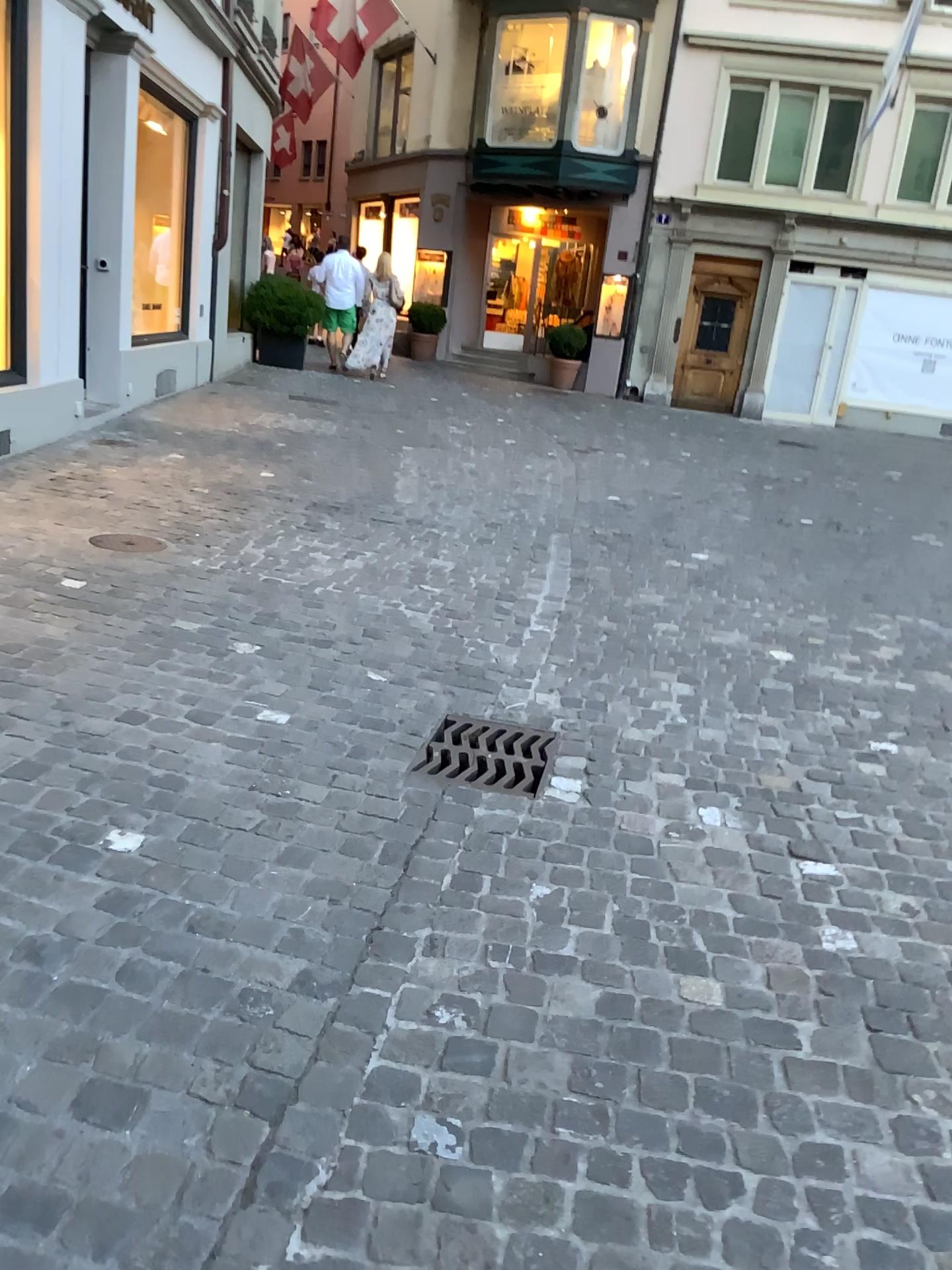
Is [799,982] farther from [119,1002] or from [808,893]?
[119,1002]

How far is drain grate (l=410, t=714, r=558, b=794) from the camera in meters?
3.0 m

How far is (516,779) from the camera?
3.0m
